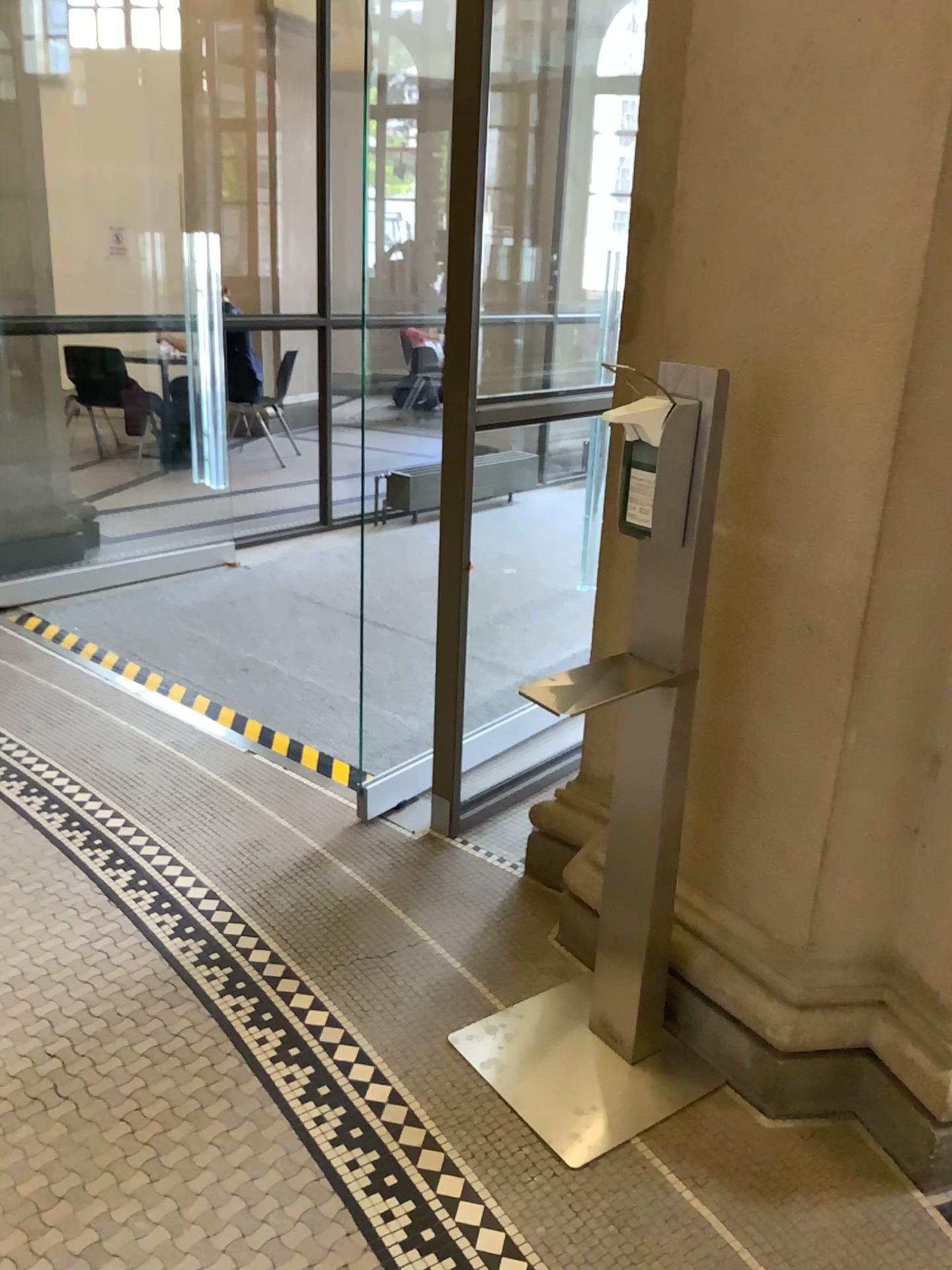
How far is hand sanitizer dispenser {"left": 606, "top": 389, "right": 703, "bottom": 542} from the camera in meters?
1.7 m

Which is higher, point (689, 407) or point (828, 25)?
point (828, 25)

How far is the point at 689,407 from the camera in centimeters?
169cm

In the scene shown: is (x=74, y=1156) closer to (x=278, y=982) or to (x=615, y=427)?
(x=278, y=982)
